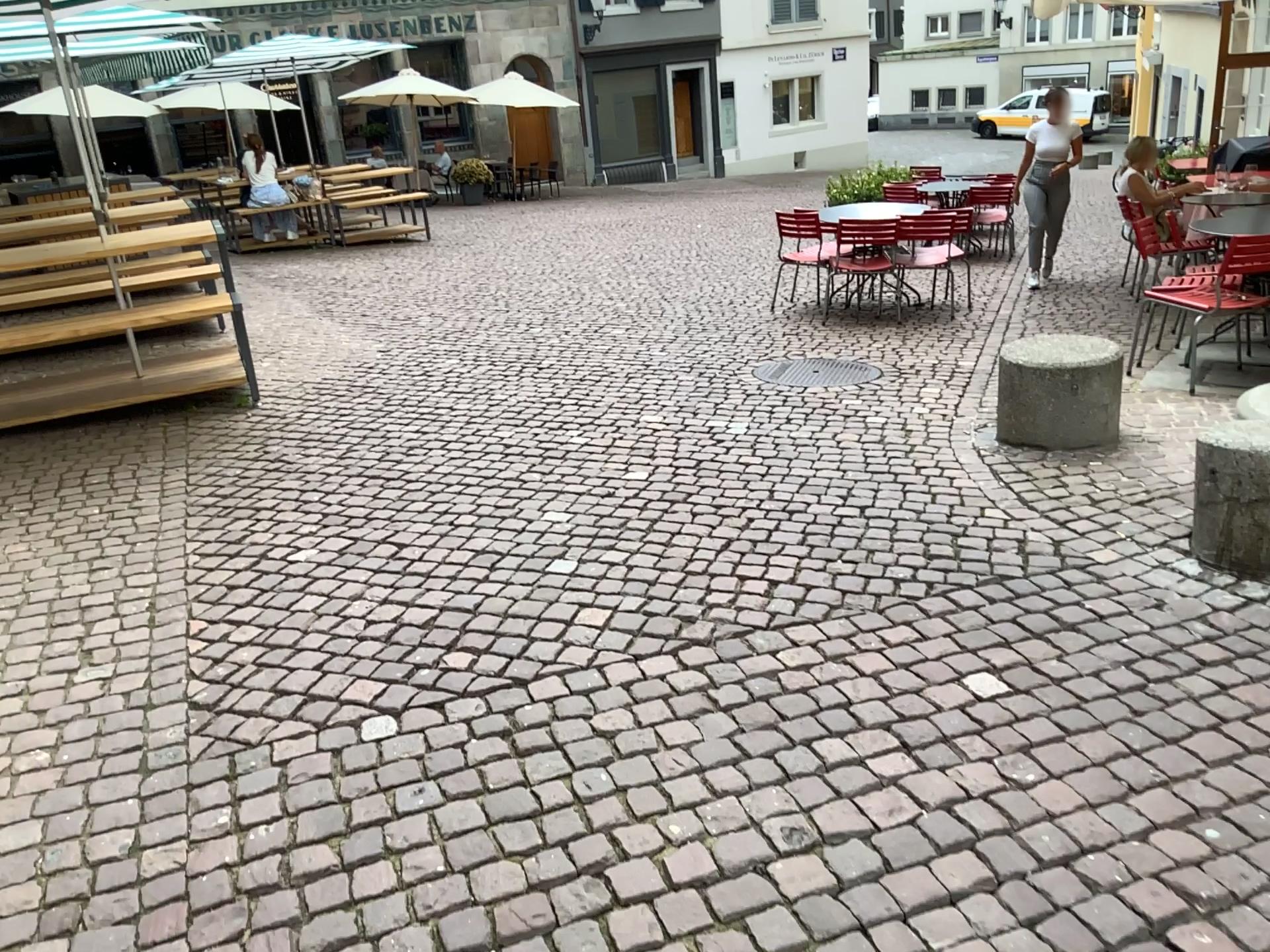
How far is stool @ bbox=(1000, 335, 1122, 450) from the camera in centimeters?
439cm

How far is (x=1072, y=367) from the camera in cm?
439

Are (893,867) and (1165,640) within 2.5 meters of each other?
yes
